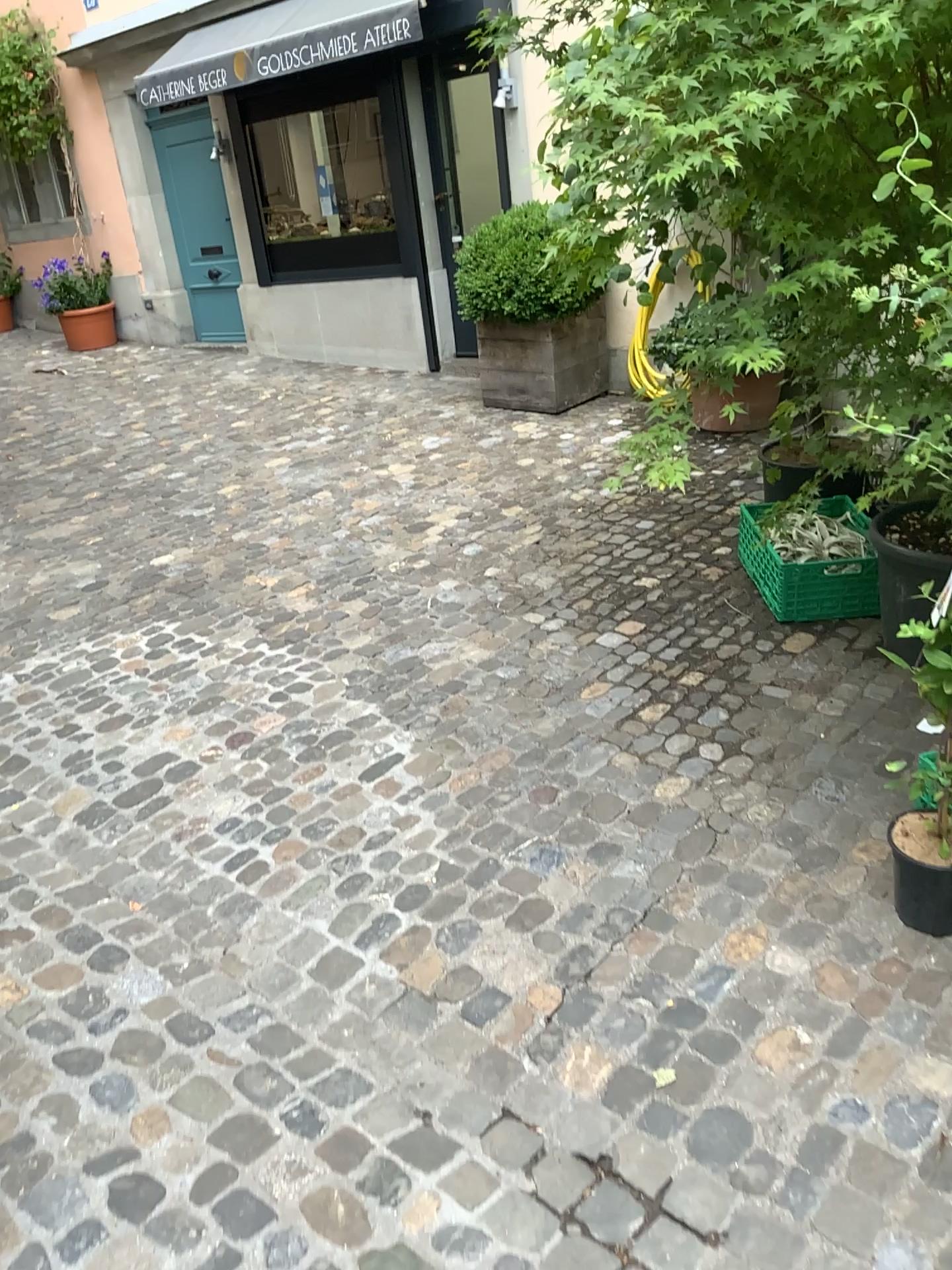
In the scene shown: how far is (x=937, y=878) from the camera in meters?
2.1 m

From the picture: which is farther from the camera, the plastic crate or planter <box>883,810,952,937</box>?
the plastic crate

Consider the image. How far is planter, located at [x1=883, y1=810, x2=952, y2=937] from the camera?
2.11m

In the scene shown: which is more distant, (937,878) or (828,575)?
(828,575)

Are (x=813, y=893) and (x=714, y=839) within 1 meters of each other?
yes
